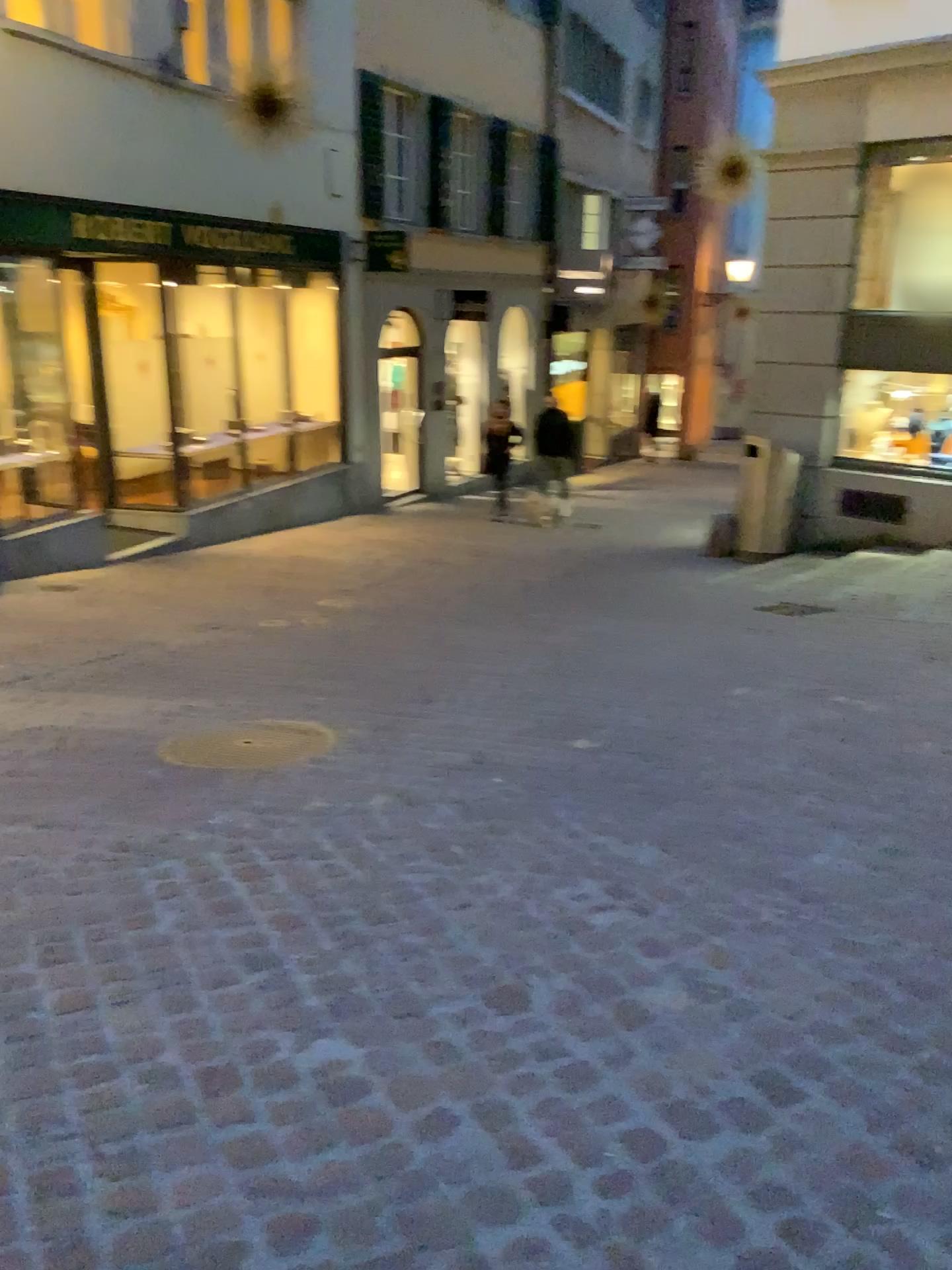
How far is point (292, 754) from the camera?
4.0 meters

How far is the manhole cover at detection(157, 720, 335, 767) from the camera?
3.95m

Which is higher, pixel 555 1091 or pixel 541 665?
pixel 555 1091
